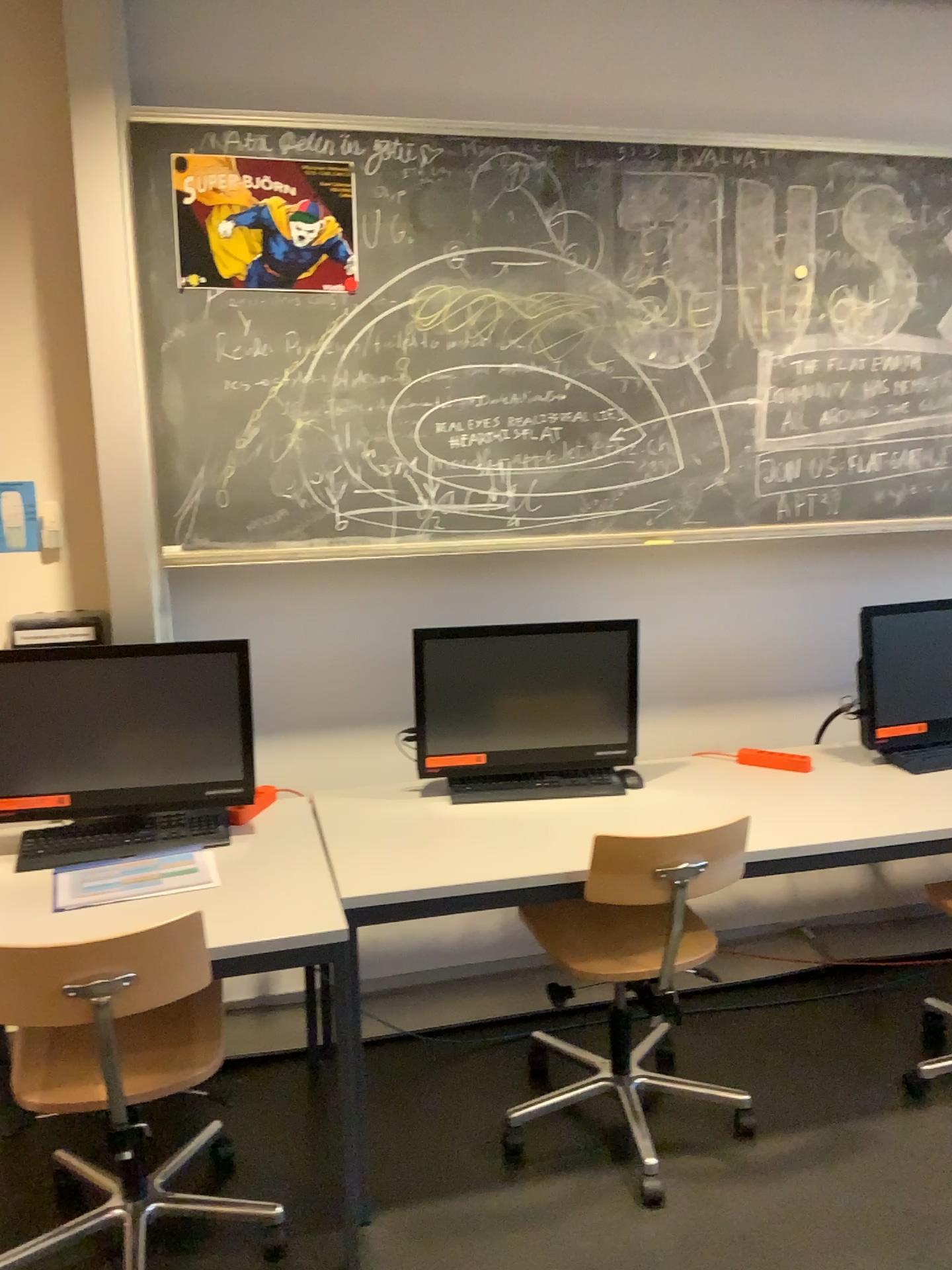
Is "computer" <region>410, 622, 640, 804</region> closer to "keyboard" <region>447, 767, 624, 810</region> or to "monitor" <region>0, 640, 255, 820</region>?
"keyboard" <region>447, 767, 624, 810</region>

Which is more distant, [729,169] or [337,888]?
[729,169]

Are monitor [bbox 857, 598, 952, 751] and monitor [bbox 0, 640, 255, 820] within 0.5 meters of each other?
no

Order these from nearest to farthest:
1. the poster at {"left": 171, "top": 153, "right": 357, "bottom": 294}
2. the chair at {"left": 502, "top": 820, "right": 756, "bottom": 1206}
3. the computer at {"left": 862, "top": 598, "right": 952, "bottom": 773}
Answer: the chair at {"left": 502, "top": 820, "right": 756, "bottom": 1206} < the poster at {"left": 171, "top": 153, "right": 357, "bottom": 294} < the computer at {"left": 862, "top": 598, "right": 952, "bottom": 773}

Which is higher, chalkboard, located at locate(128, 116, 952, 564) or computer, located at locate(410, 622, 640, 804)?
chalkboard, located at locate(128, 116, 952, 564)

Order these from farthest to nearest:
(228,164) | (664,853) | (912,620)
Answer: (912,620)
(228,164)
(664,853)

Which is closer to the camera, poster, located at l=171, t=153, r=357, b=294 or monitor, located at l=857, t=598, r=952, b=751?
poster, located at l=171, t=153, r=357, b=294

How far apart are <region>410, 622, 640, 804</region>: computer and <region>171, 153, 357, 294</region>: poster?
0.9m

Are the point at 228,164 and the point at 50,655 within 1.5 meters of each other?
yes

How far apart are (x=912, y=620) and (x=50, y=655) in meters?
2.2 m
